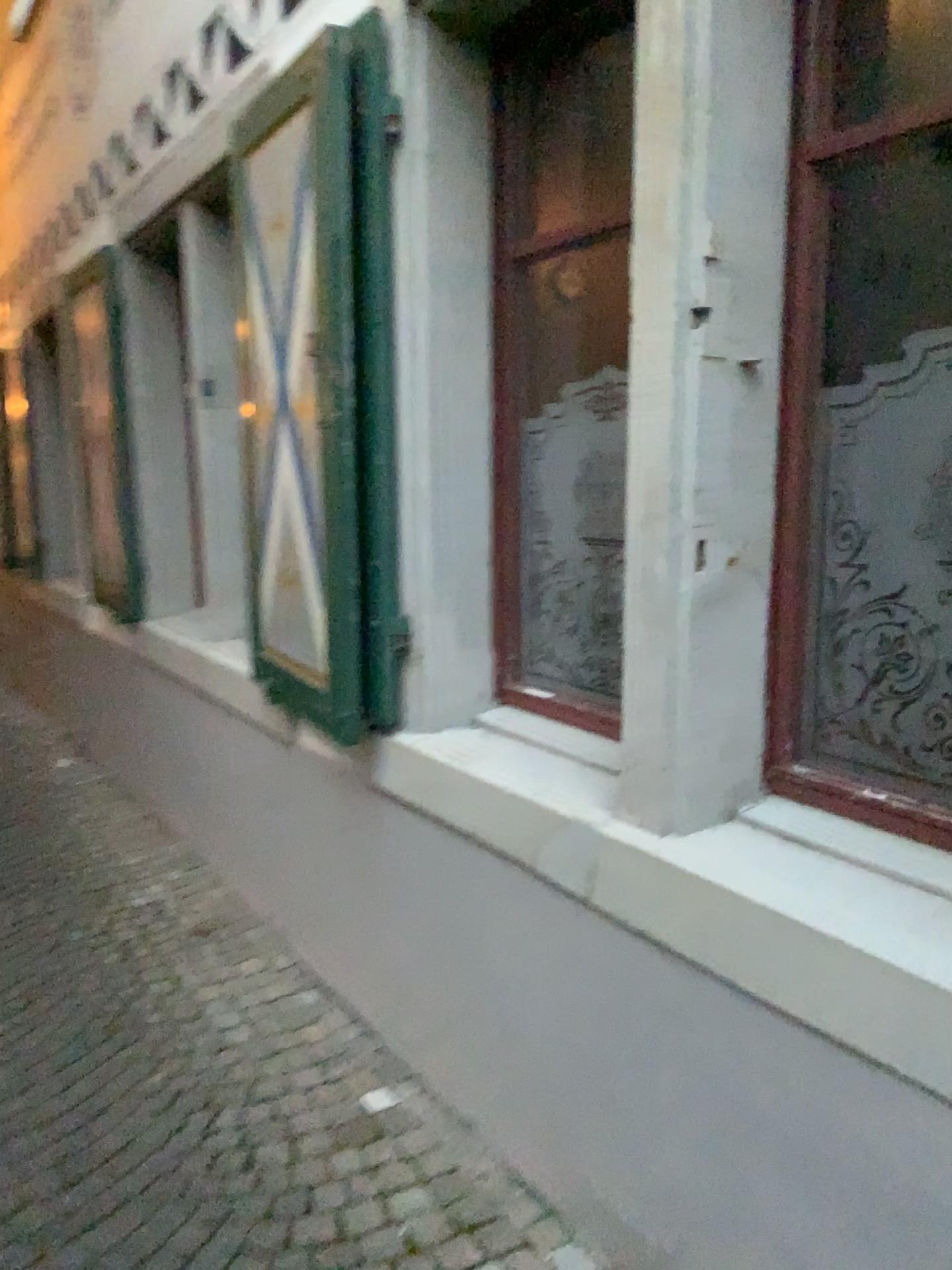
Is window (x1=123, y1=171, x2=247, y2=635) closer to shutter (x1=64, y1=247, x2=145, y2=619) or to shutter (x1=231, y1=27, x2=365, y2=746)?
shutter (x1=64, y1=247, x2=145, y2=619)

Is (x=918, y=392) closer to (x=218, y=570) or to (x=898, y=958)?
(x=898, y=958)

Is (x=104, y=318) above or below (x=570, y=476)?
above

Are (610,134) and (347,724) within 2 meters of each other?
yes

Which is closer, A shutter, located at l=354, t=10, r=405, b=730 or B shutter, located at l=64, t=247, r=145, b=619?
A shutter, located at l=354, t=10, r=405, b=730

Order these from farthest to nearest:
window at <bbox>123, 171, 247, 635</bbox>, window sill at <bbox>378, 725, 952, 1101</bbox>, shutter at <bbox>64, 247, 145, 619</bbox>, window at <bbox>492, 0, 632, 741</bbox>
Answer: shutter at <bbox>64, 247, 145, 619</bbox> → window at <bbox>123, 171, 247, 635</bbox> → window at <bbox>492, 0, 632, 741</bbox> → window sill at <bbox>378, 725, 952, 1101</bbox>

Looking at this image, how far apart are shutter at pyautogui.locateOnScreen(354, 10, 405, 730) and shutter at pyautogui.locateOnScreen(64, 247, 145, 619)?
2.34m

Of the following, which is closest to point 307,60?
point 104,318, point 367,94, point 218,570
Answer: point 367,94

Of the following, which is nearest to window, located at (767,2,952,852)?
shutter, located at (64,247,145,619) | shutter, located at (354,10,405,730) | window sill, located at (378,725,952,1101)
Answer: window sill, located at (378,725,952,1101)

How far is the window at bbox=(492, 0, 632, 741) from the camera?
2.1m
